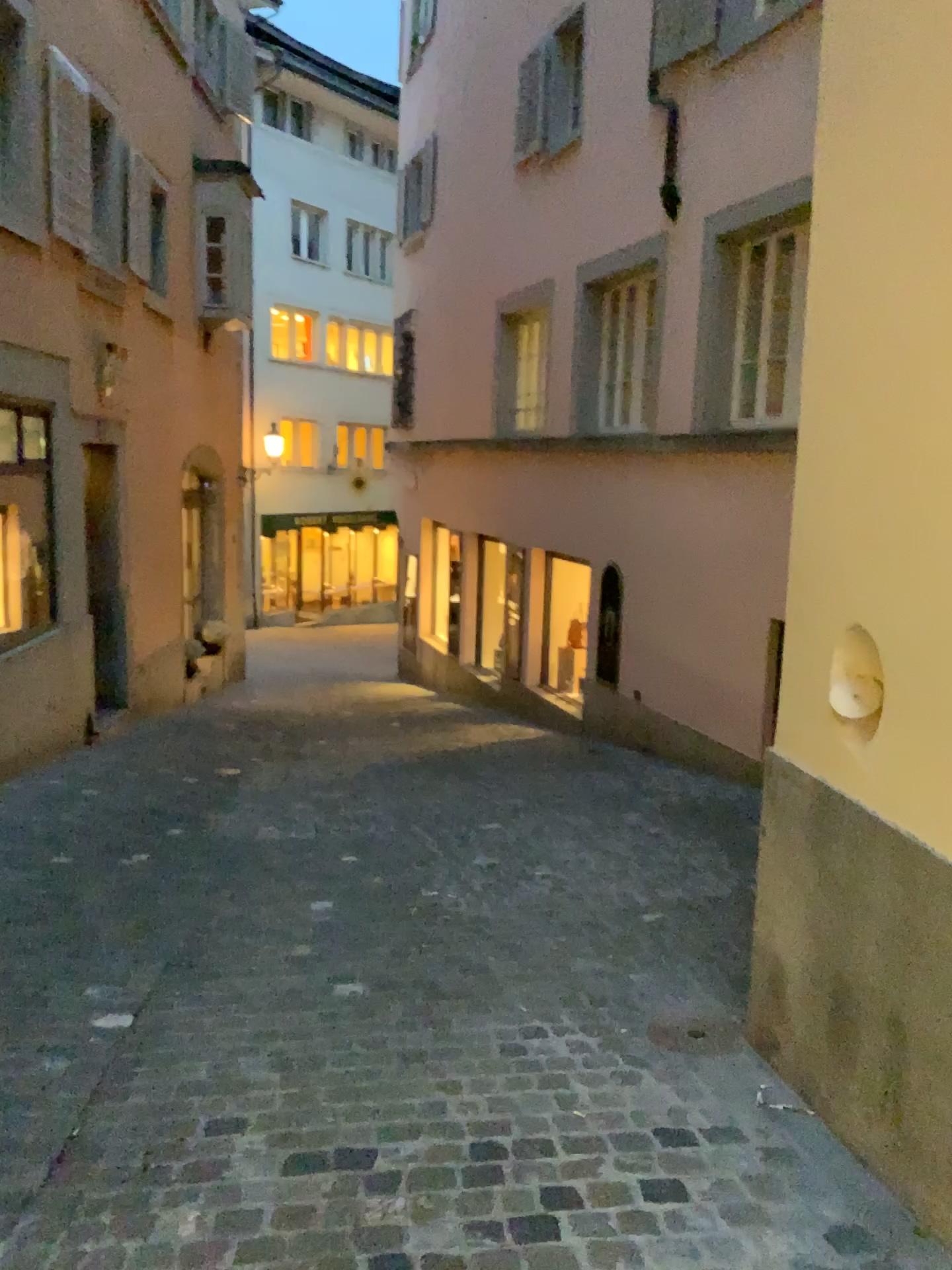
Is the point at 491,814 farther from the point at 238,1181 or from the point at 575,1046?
the point at 238,1181

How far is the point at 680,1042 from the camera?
3.07m

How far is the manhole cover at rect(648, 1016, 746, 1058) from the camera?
3.1 meters
